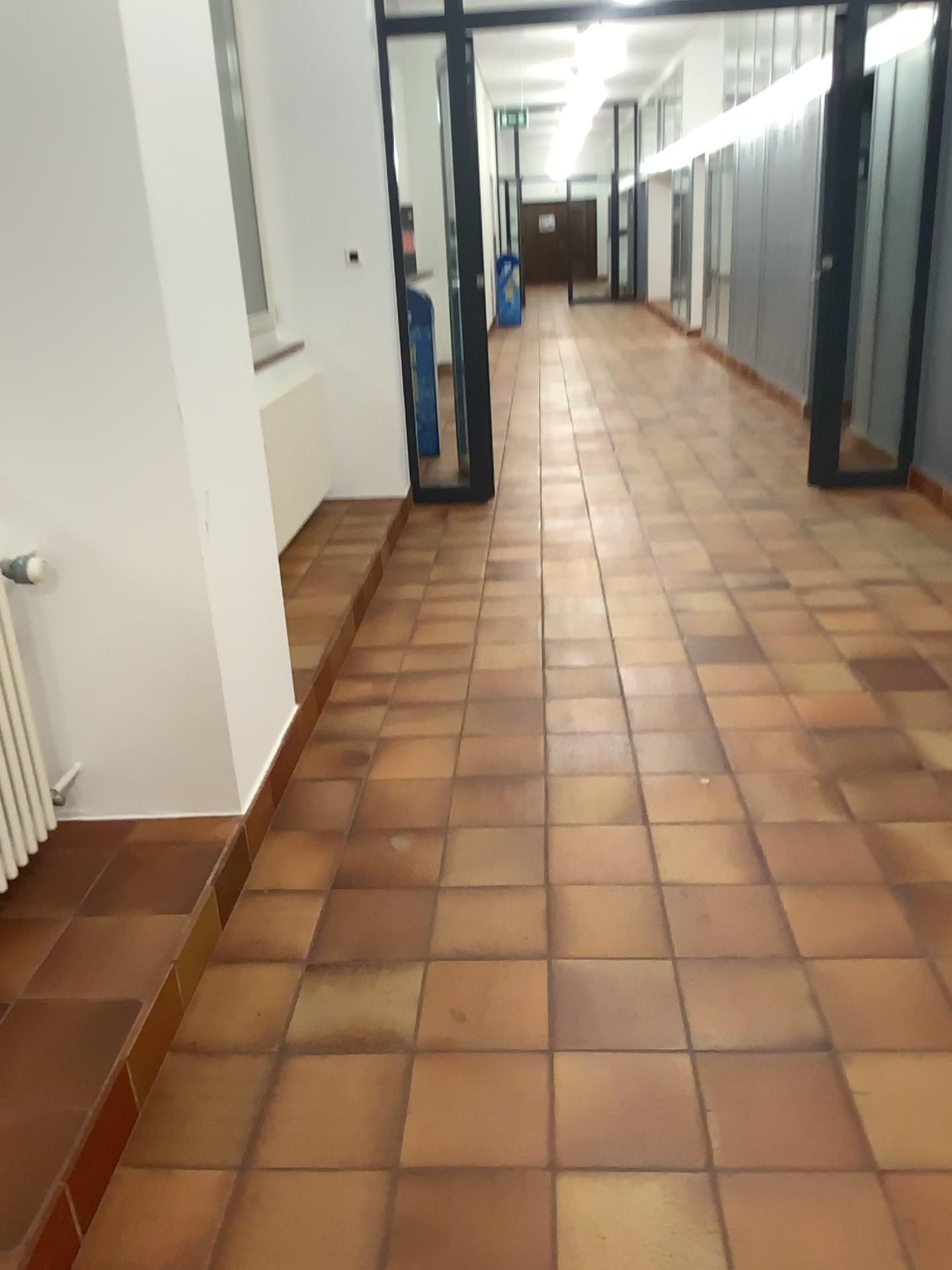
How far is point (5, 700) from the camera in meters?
2.1

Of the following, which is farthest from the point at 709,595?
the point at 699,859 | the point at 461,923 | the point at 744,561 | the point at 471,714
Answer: the point at 461,923

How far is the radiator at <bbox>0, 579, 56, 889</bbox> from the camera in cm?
208
